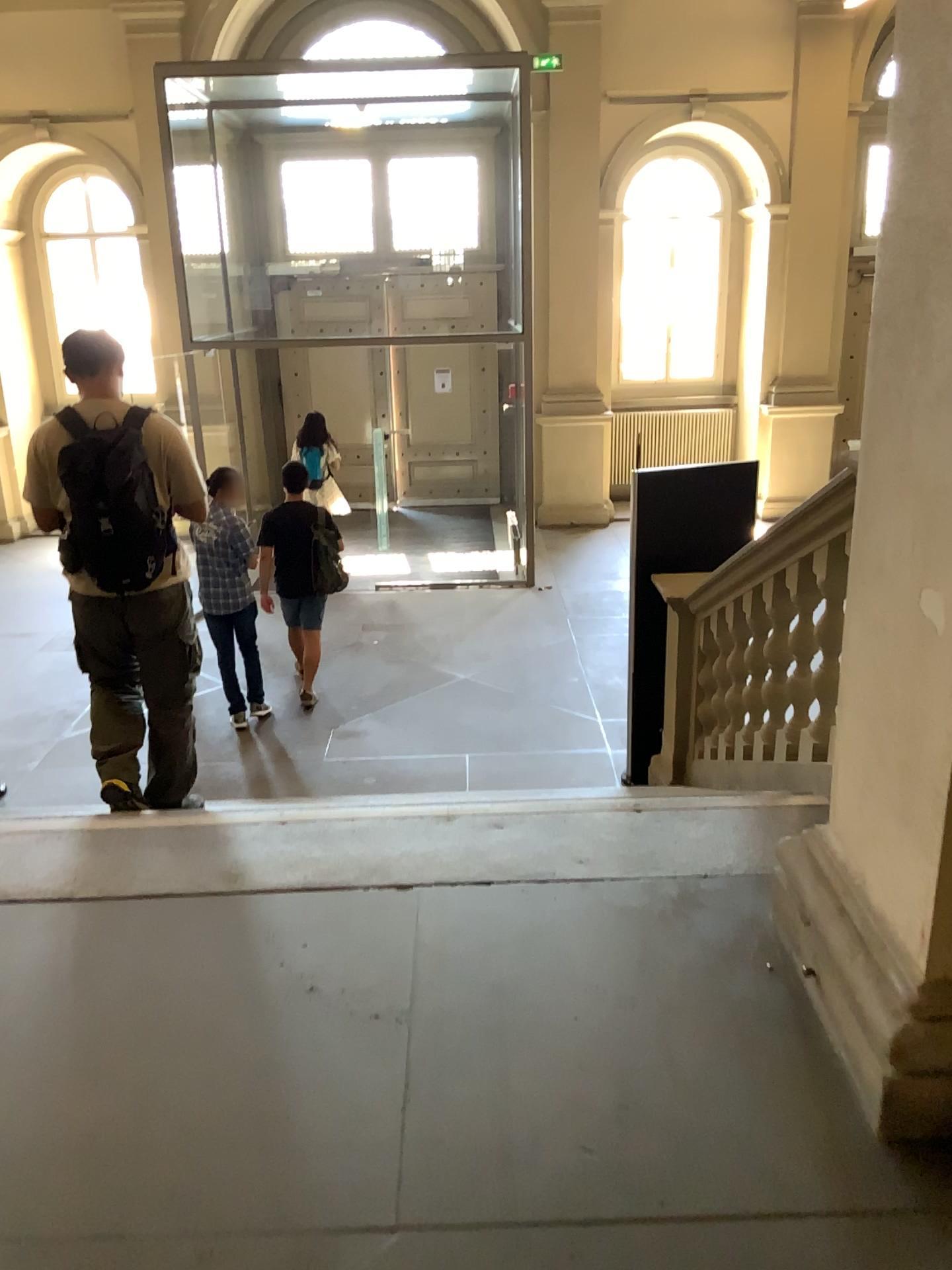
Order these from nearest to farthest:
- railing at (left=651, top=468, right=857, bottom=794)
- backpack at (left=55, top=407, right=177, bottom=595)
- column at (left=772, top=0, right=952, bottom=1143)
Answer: column at (left=772, top=0, right=952, bottom=1143) → backpack at (left=55, top=407, right=177, bottom=595) → railing at (left=651, top=468, right=857, bottom=794)

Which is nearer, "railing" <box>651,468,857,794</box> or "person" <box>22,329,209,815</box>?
"person" <box>22,329,209,815</box>

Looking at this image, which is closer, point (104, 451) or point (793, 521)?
point (104, 451)

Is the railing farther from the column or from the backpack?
the backpack

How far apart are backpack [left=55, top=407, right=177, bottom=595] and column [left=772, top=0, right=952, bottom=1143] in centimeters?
212cm

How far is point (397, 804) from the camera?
3.16m

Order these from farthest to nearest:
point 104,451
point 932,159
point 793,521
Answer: point 793,521 → point 104,451 → point 932,159

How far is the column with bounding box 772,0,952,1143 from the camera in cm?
180

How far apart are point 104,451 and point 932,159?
2.4m

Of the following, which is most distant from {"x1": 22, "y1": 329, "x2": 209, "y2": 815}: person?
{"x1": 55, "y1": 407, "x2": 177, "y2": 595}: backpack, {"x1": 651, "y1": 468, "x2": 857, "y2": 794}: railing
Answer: {"x1": 651, "y1": 468, "x2": 857, "y2": 794}: railing
